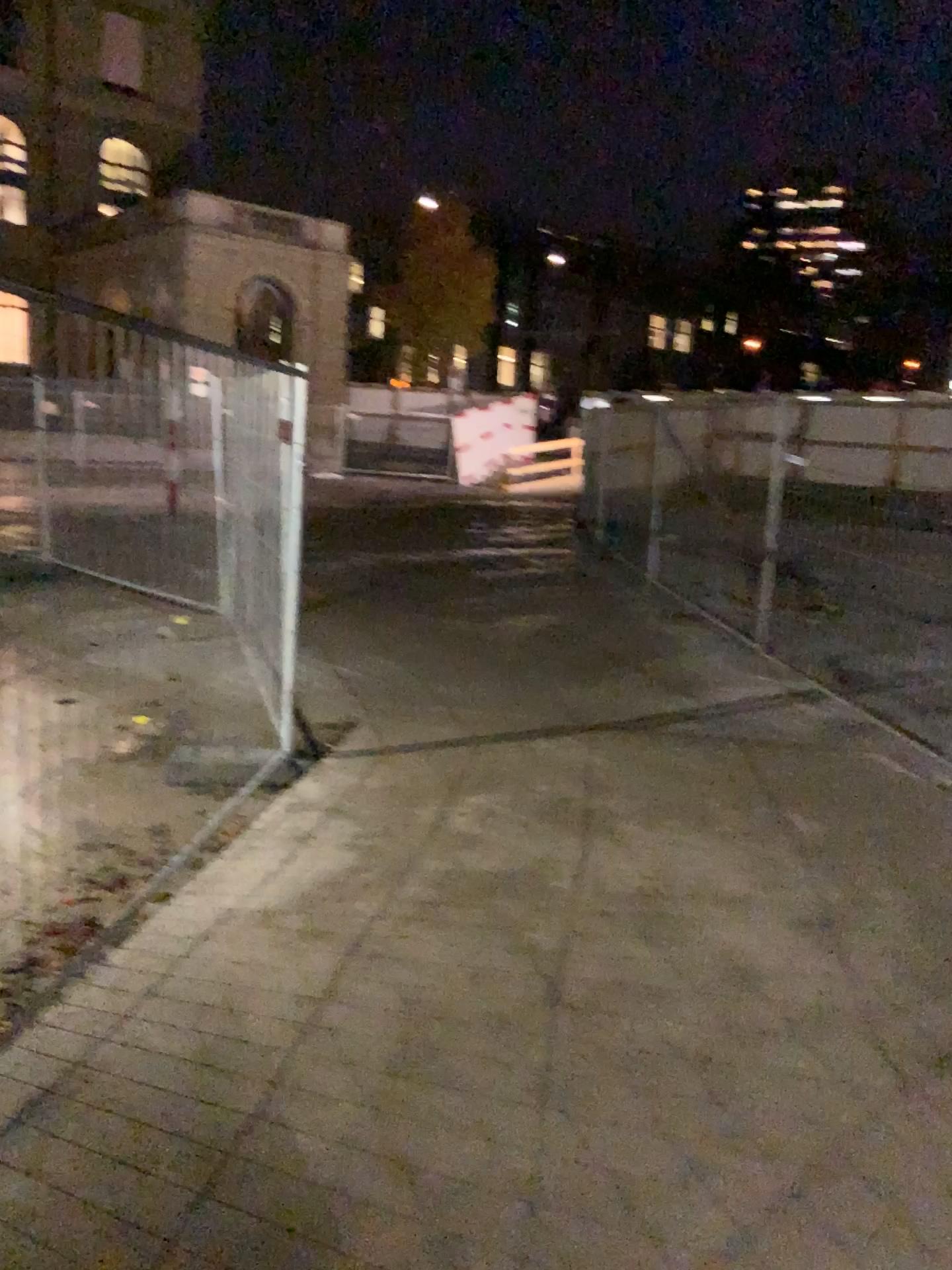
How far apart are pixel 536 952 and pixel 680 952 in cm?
44
